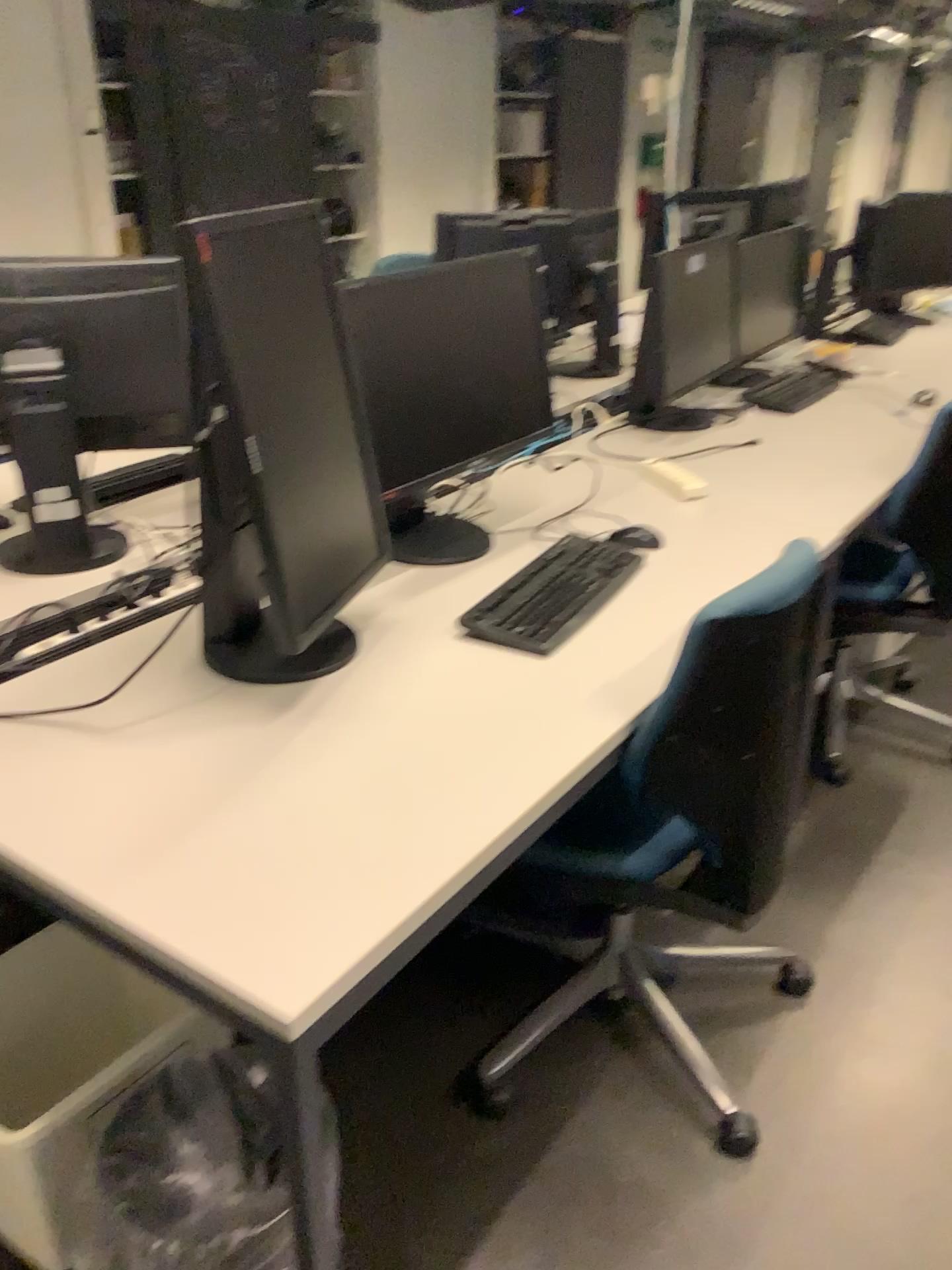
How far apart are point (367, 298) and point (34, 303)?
0.59m

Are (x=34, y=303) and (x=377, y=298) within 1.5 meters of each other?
yes

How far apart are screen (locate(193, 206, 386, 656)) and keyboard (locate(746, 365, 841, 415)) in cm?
182

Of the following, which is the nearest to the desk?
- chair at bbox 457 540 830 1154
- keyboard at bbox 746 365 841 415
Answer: chair at bbox 457 540 830 1154

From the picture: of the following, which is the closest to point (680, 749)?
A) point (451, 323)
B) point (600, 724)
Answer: point (600, 724)

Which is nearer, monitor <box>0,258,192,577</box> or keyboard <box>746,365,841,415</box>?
monitor <box>0,258,192,577</box>

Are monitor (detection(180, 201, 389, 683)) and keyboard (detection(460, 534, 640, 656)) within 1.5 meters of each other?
yes

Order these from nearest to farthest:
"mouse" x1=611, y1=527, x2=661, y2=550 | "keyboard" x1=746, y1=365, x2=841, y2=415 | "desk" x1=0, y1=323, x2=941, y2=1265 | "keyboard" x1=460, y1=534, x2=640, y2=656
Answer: "desk" x1=0, y1=323, x2=941, y2=1265
"keyboard" x1=460, y1=534, x2=640, y2=656
"mouse" x1=611, y1=527, x2=661, y2=550
"keyboard" x1=746, y1=365, x2=841, y2=415

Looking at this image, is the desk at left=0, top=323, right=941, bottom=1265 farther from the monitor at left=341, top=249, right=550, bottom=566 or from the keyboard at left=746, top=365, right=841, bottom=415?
the keyboard at left=746, top=365, right=841, bottom=415

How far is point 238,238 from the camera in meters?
1.3 m
